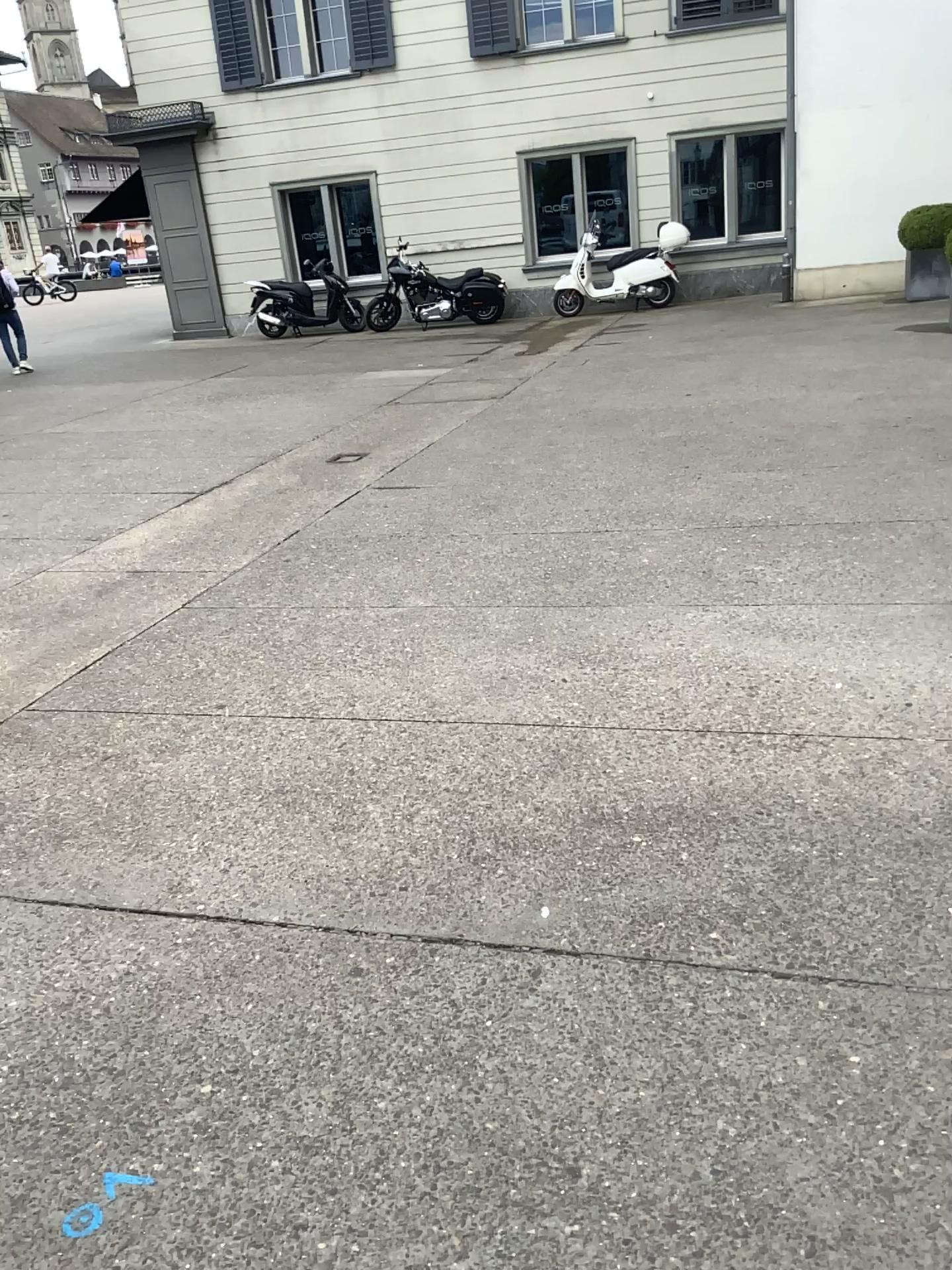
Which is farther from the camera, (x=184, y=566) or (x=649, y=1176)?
(x=184, y=566)
